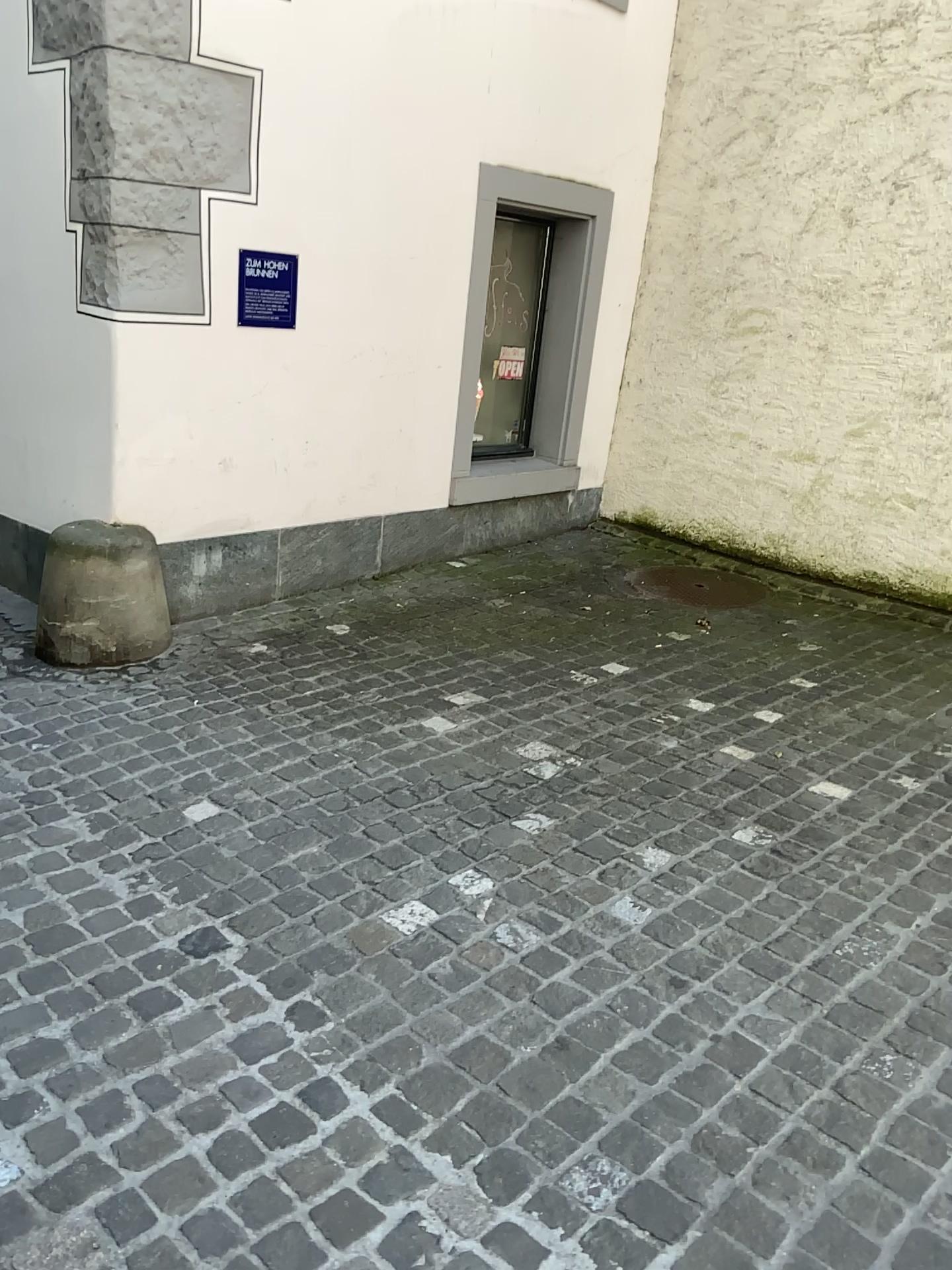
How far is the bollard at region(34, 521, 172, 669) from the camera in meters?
3.7

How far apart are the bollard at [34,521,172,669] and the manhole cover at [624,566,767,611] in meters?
2.3

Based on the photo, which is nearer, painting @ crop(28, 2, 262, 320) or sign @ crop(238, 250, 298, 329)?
painting @ crop(28, 2, 262, 320)

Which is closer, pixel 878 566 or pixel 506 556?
pixel 878 566

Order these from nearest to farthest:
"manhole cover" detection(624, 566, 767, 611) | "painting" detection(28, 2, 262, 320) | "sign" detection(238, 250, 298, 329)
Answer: "painting" detection(28, 2, 262, 320), "sign" detection(238, 250, 298, 329), "manhole cover" detection(624, 566, 767, 611)

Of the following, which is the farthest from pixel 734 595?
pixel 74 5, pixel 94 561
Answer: pixel 74 5

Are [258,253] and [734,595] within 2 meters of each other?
no

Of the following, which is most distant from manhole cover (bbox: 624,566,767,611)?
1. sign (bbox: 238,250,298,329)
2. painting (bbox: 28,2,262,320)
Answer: painting (bbox: 28,2,262,320)

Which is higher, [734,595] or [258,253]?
[258,253]

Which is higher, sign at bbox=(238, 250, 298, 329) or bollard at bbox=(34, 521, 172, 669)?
sign at bbox=(238, 250, 298, 329)
